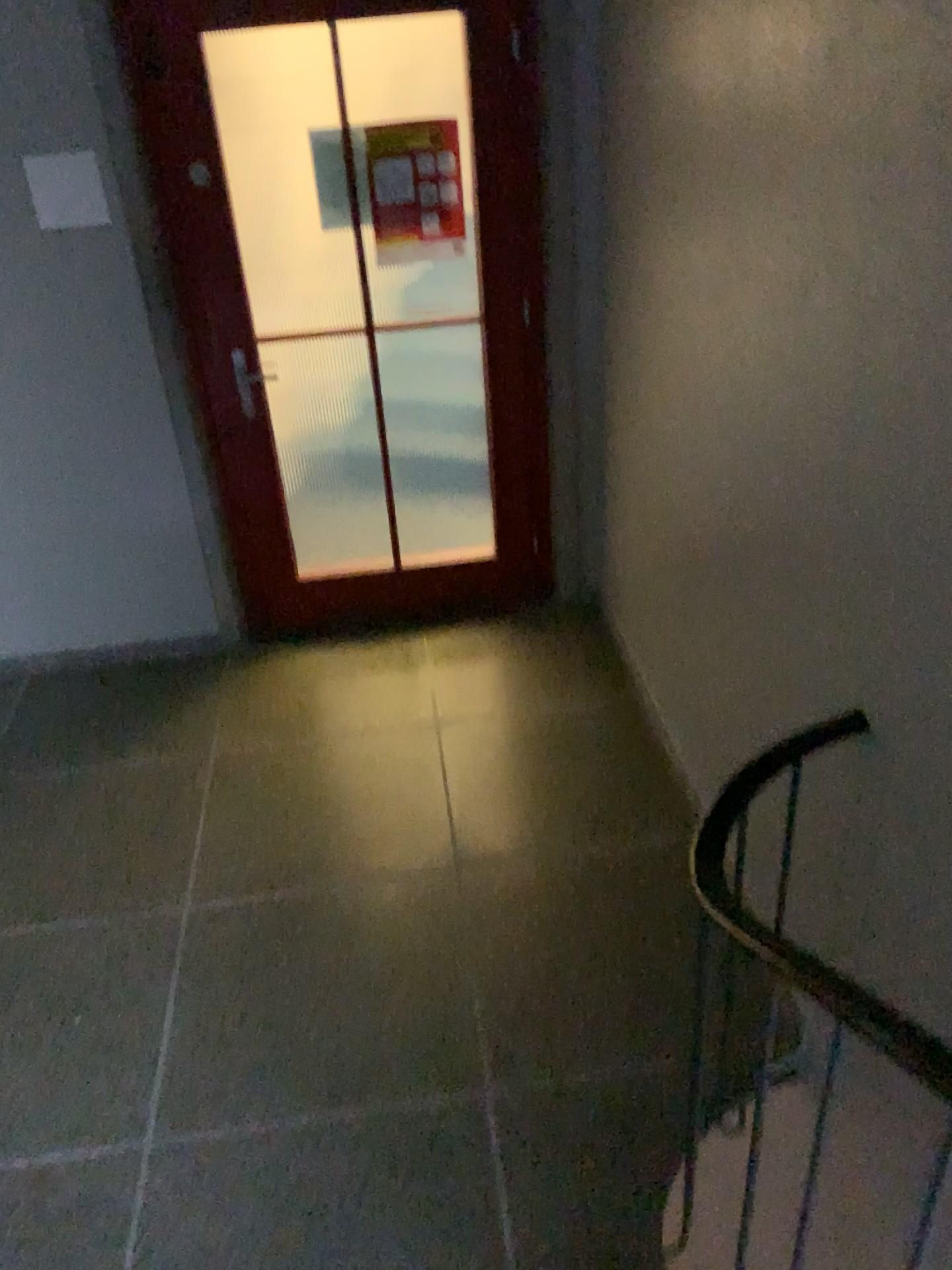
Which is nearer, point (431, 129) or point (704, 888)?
point (704, 888)

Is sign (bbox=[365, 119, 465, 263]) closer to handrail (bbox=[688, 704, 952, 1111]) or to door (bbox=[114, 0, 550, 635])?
door (bbox=[114, 0, 550, 635])

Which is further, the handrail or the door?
the door

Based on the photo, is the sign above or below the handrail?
above

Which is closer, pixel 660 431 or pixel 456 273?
pixel 660 431

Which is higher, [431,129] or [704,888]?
[431,129]

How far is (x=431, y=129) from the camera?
3.2m

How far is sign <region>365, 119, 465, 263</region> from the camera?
3.21m

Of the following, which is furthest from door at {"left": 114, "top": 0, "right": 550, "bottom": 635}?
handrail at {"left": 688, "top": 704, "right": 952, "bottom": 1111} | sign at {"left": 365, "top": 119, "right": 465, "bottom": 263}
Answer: handrail at {"left": 688, "top": 704, "right": 952, "bottom": 1111}
